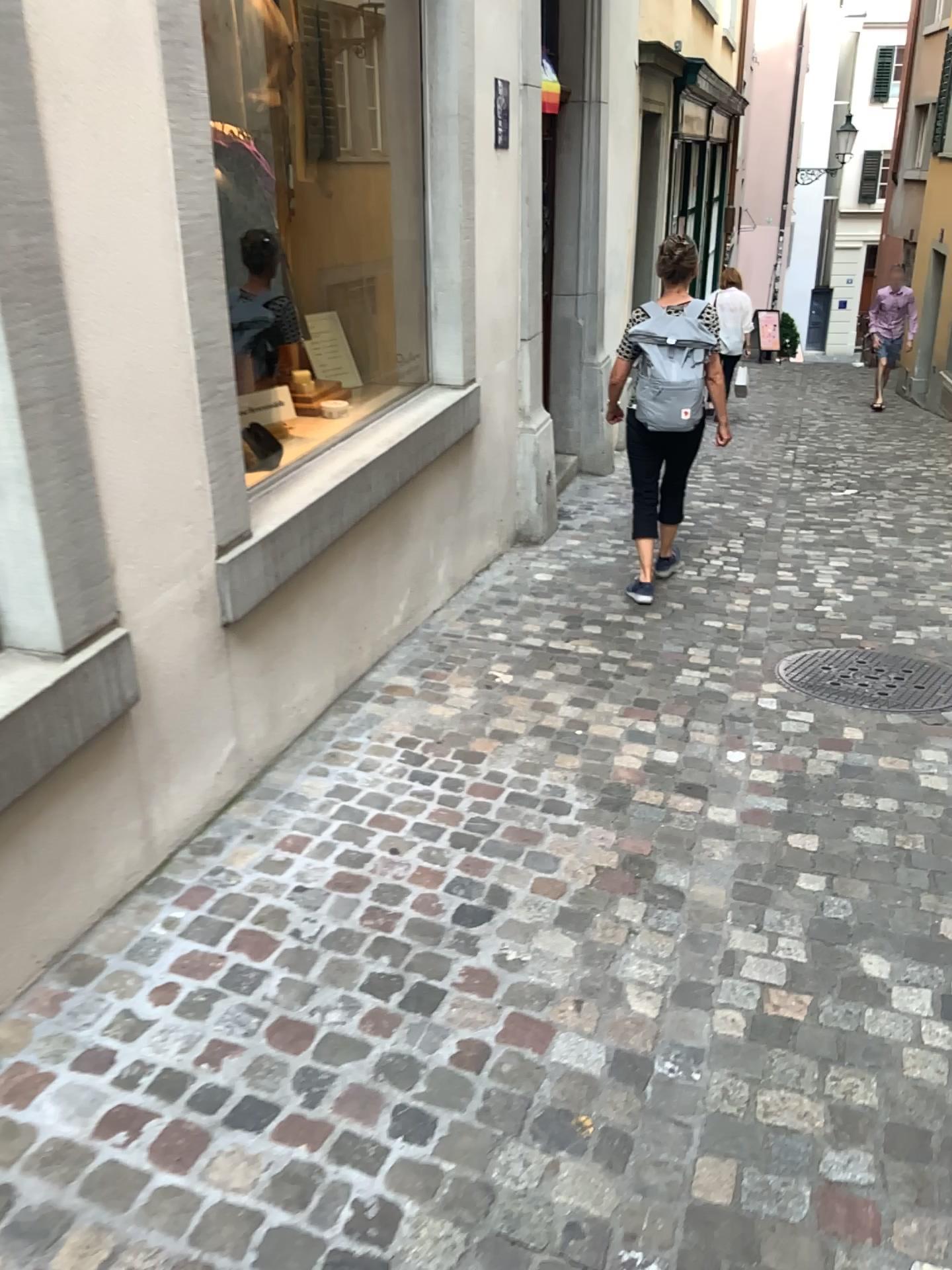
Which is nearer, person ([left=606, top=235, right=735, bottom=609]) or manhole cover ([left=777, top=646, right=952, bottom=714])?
manhole cover ([left=777, top=646, right=952, bottom=714])

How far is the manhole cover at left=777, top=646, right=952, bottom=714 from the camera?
3.9 meters

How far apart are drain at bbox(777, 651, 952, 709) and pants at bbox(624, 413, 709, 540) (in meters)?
0.98

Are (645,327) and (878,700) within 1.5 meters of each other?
no

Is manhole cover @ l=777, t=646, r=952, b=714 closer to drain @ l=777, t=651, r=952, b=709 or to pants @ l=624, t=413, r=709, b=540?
drain @ l=777, t=651, r=952, b=709

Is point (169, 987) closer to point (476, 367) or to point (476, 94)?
point (476, 367)

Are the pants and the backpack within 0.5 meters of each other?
yes

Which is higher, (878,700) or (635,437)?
(635,437)

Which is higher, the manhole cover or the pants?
the pants

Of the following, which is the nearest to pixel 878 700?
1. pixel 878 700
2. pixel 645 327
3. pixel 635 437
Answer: pixel 878 700
